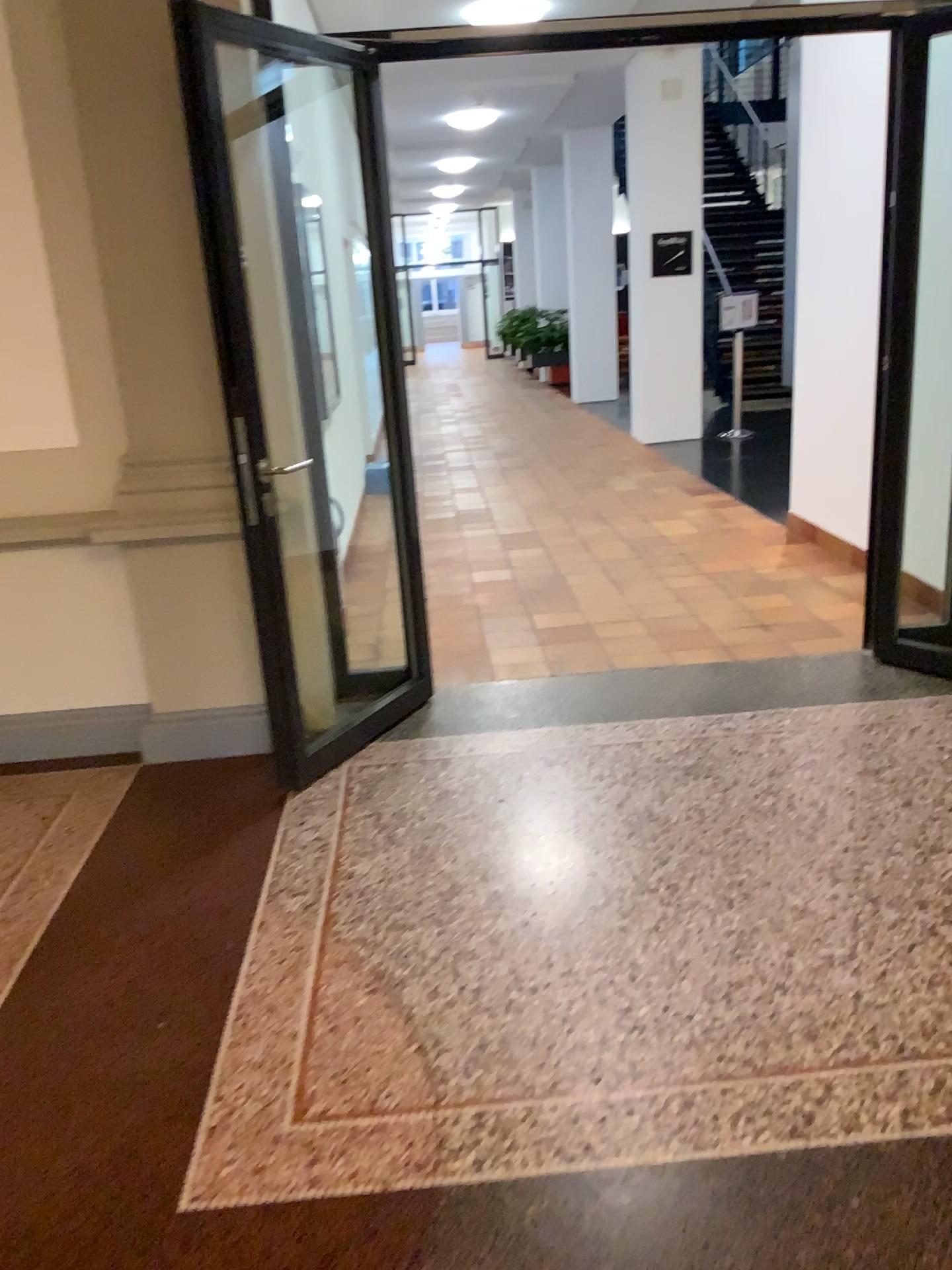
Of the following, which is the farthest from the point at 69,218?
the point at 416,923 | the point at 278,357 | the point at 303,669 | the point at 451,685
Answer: the point at 416,923
